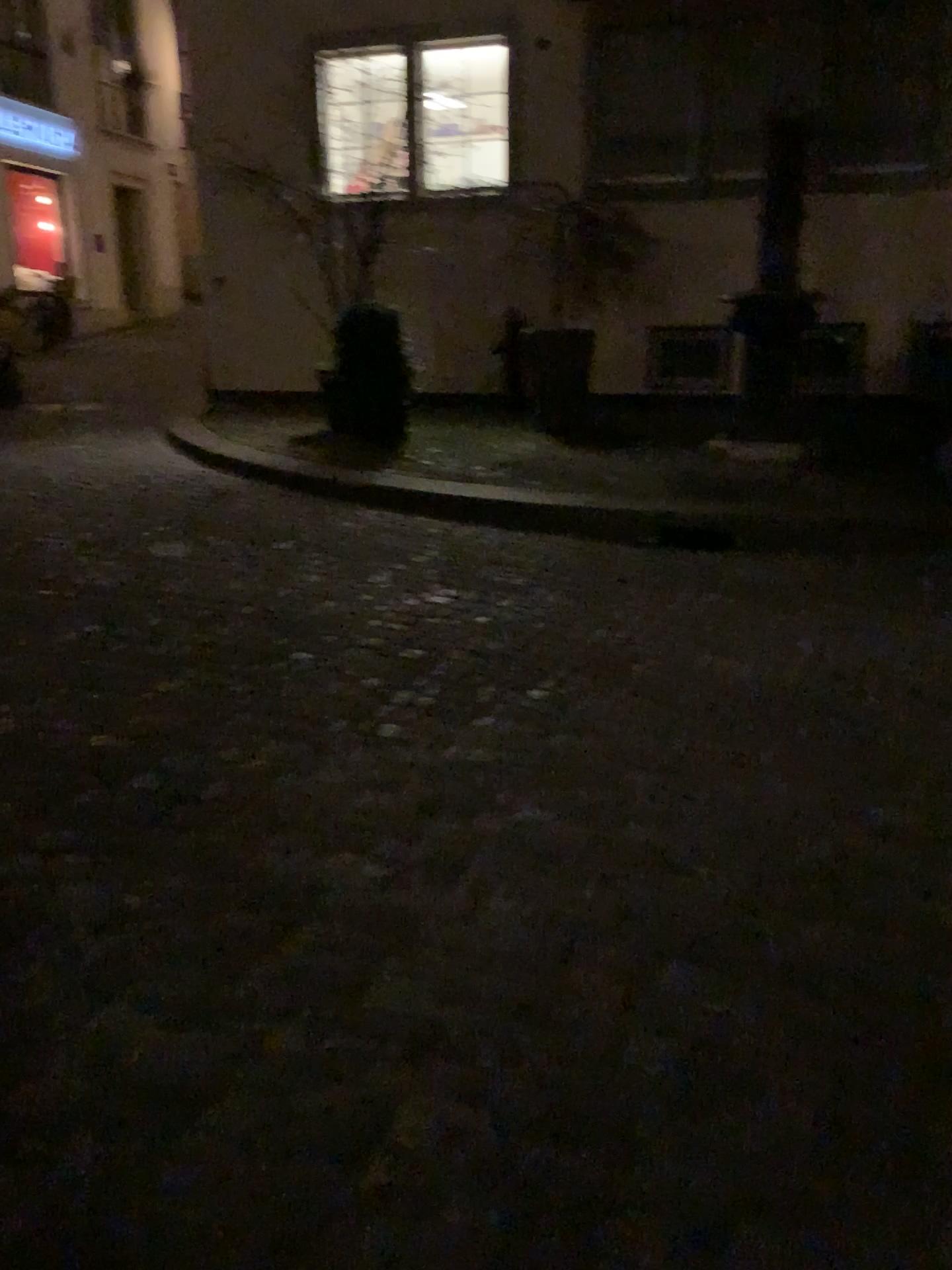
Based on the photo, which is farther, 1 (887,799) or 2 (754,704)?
2 (754,704)
